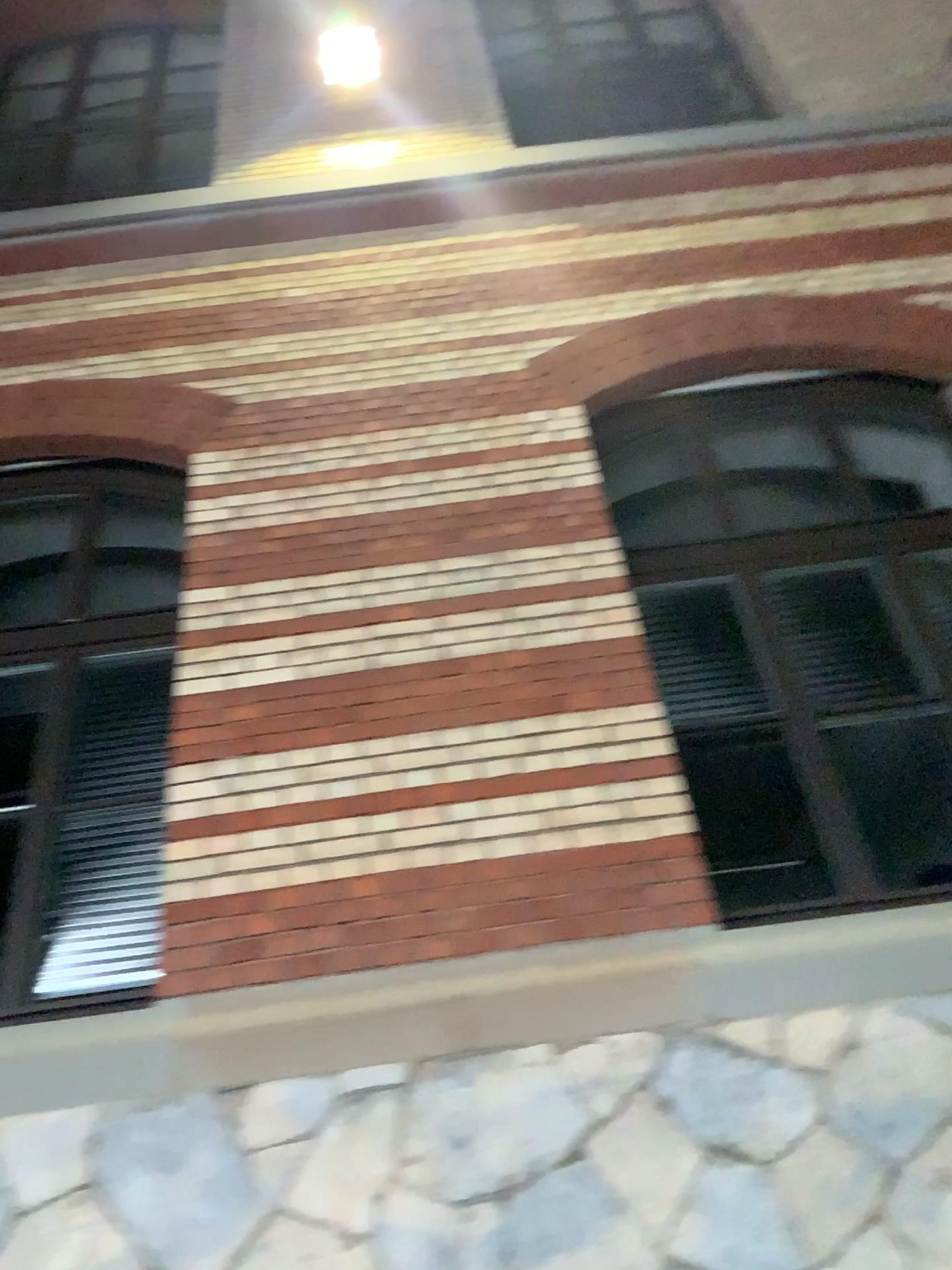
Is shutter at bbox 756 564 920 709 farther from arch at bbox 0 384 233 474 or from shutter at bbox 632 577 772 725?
arch at bbox 0 384 233 474

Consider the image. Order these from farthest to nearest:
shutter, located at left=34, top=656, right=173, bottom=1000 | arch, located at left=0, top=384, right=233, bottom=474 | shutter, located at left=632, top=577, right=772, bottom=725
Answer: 1. arch, located at left=0, top=384, right=233, bottom=474
2. shutter, located at left=632, top=577, right=772, bottom=725
3. shutter, located at left=34, top=656, right=173, bottom=1000

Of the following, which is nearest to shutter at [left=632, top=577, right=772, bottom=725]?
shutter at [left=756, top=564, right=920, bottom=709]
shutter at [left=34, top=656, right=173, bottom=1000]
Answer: shutter at [left=756, top=564, right=920, bottom=709]

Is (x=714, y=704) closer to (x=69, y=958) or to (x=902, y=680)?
(x=902, y=680)

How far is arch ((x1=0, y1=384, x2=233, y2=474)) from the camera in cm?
464

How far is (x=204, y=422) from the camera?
4.6m

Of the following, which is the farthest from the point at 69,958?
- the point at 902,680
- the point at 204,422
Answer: the point at 902,680

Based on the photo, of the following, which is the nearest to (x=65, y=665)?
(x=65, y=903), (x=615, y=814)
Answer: (x=65, y=903)

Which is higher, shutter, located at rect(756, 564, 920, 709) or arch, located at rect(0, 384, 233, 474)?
arch, located at rect(0, 384, 233, 474)

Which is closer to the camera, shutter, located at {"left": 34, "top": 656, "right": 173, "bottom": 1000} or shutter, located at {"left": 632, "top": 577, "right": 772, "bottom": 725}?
shutter, located at {"left": 34, "top": 656, "right": 173, "bottom": 1000}
